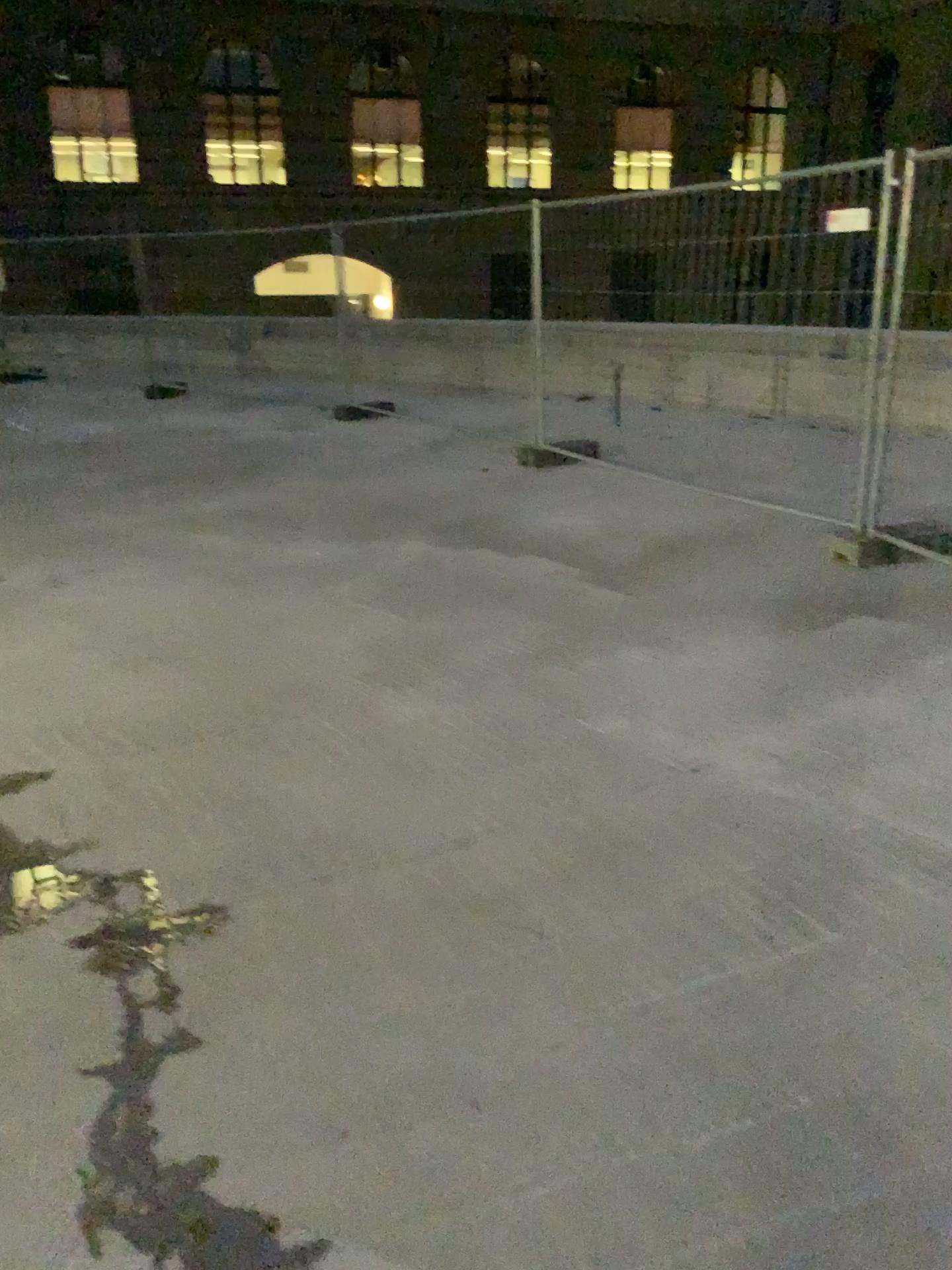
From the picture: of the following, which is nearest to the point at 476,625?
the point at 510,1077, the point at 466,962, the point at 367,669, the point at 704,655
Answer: the point at 367,669
